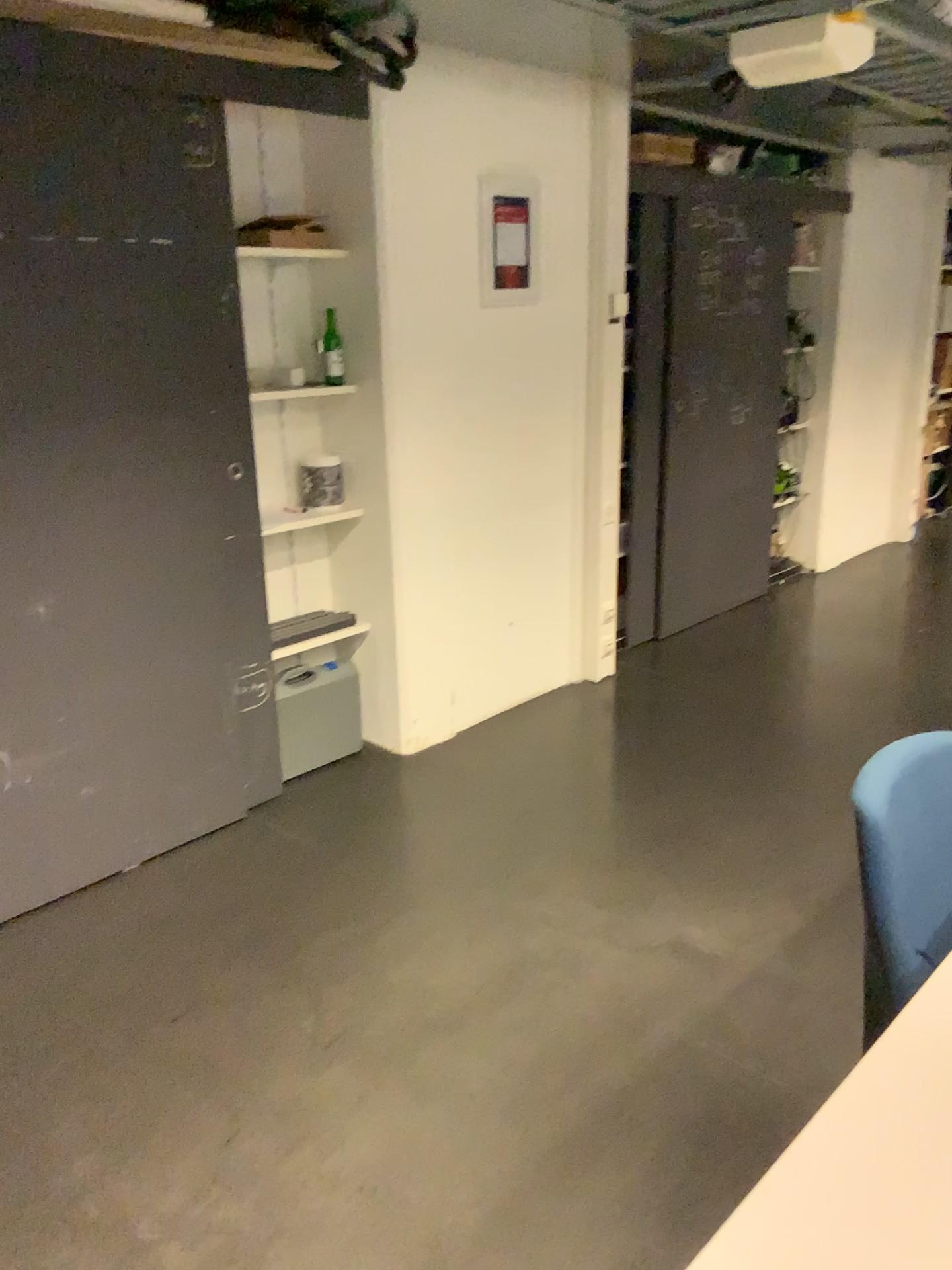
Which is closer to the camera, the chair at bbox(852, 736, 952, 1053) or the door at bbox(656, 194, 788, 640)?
the chair at bbox(852, 736, 952, 1053)

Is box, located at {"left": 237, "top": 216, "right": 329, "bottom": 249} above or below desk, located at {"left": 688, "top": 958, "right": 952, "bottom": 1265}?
above

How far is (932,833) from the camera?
1.3m

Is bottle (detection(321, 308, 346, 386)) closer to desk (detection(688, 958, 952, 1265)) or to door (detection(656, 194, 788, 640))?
door (detection(656, 194, 788, 640))

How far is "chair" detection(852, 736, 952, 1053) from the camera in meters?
1.3 m

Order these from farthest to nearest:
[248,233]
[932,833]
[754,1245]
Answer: [248,233], [932,833], [754,1245]

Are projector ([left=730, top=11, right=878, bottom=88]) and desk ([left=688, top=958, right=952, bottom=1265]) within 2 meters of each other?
no

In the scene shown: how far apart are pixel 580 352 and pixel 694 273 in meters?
0.9 m

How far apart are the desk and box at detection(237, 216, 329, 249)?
2.8m

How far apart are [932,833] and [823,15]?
2.1m
